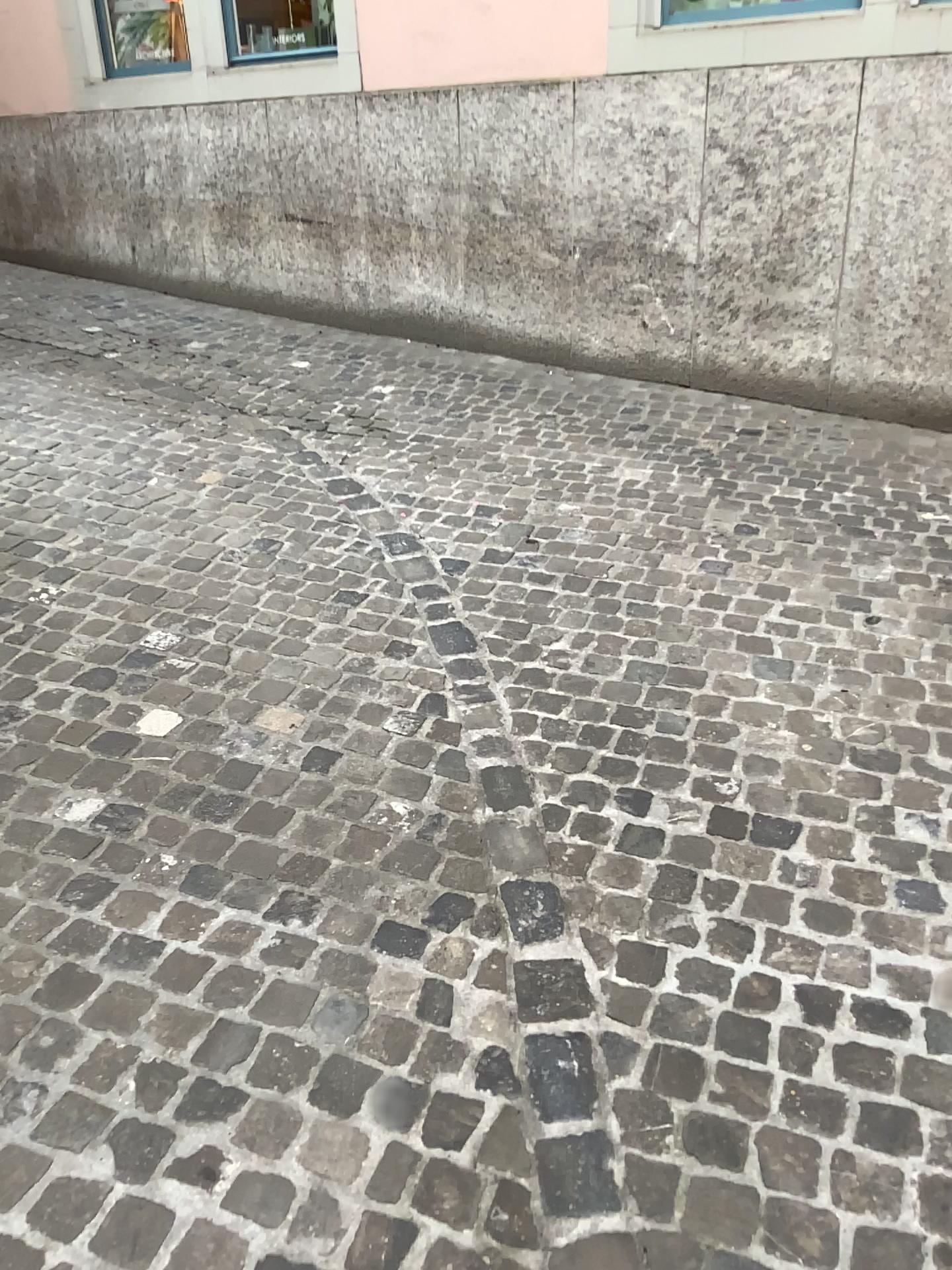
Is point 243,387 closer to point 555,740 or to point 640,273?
point 640,273
